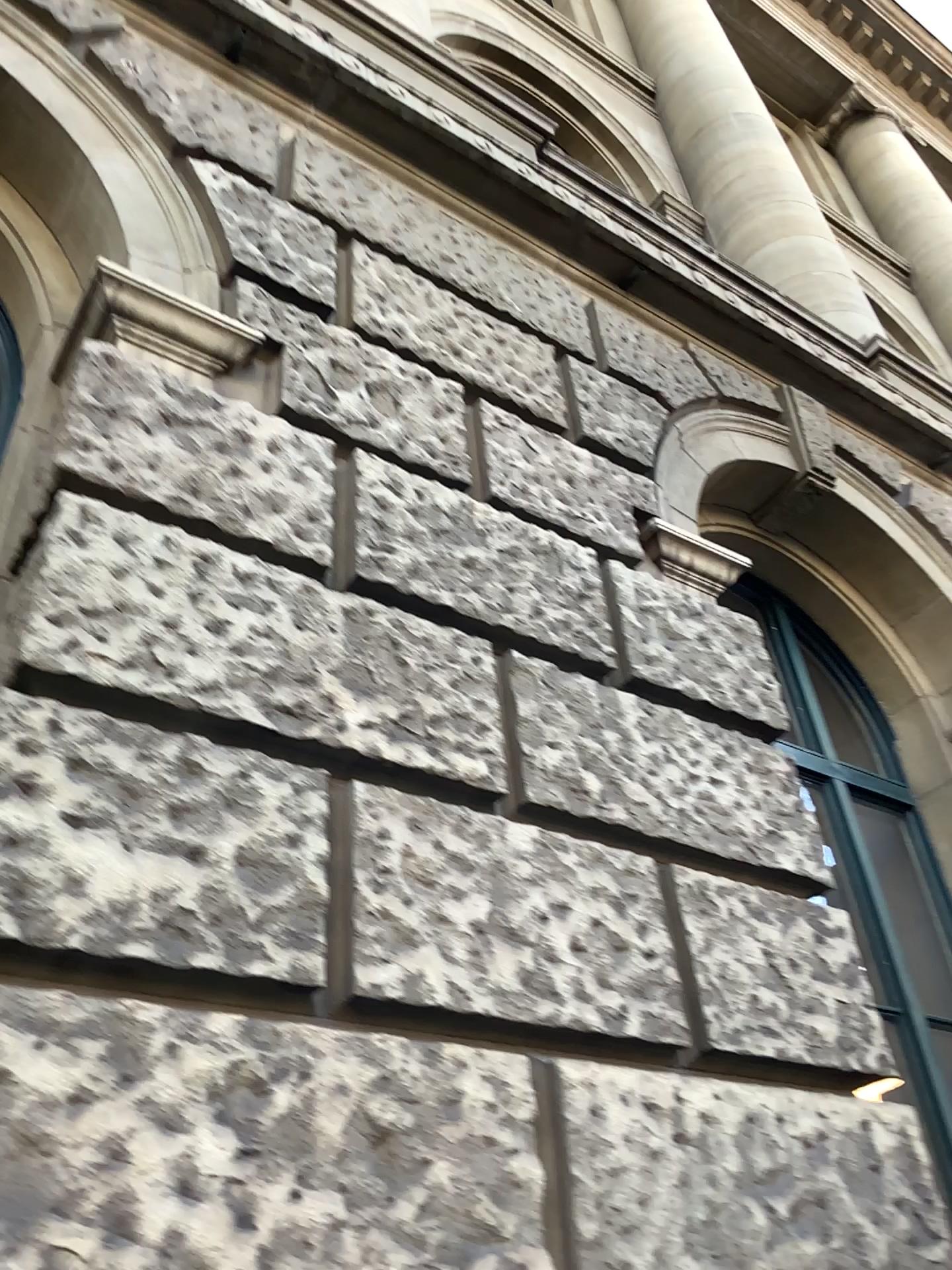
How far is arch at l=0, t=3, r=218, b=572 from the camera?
2.9m

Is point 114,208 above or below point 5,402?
above

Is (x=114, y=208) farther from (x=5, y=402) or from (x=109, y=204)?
(x=5, y=402)

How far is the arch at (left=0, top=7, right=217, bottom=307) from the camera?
2.9 meters

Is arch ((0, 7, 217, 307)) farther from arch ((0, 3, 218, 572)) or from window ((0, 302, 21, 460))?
window ((0, 302, 21, 460))

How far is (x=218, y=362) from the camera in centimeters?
279cm

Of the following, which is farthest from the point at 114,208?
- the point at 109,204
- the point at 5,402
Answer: the point at 5,402

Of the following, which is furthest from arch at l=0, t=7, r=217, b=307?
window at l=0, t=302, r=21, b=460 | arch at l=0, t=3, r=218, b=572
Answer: window at l=0, t=302, r=21, b=460
